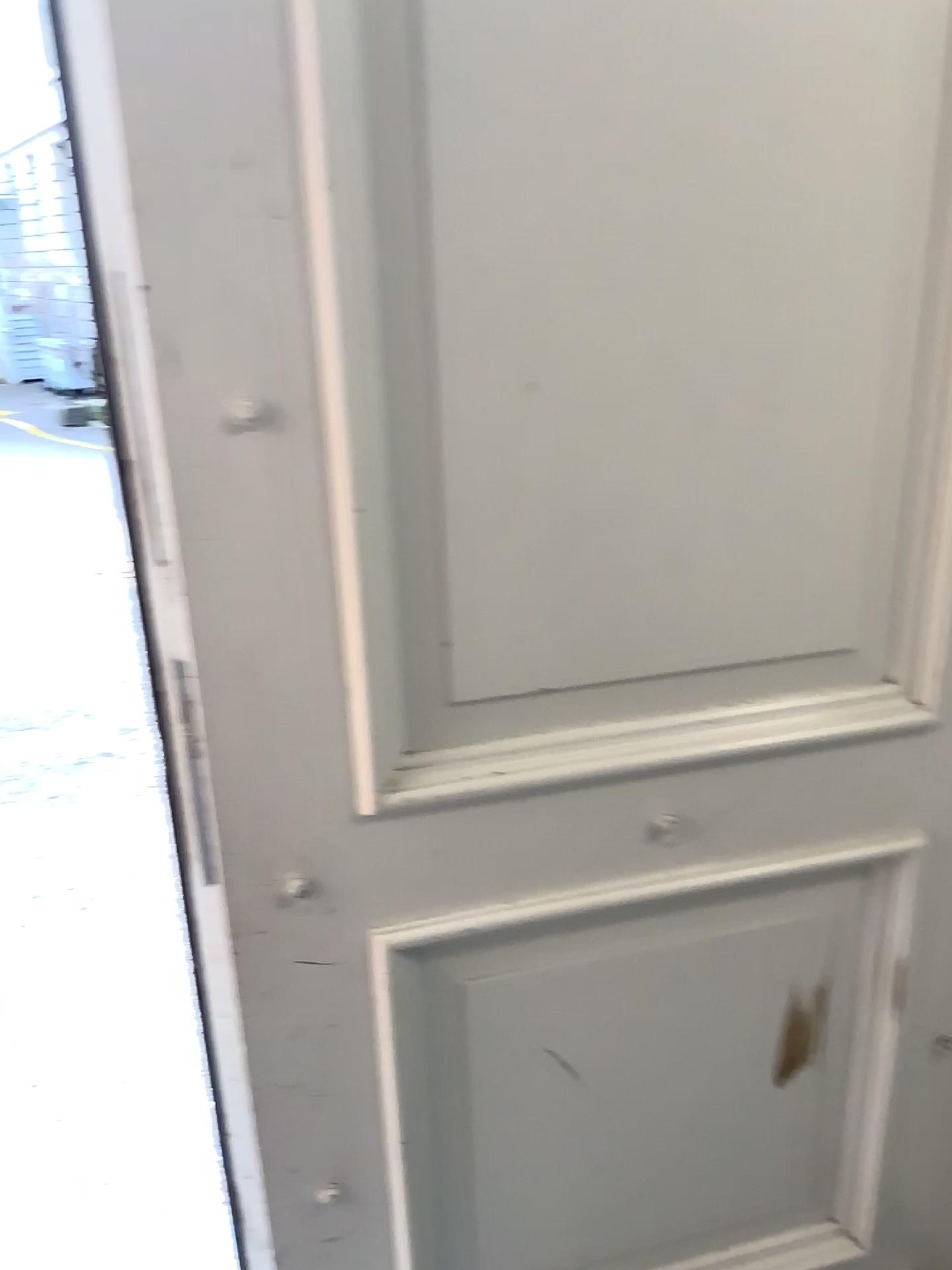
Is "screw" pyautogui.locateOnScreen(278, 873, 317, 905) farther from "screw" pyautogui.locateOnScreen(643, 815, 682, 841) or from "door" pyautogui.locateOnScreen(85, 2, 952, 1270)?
"screw" pyautogui.locateOnScreen(643, 815, 682, 841)

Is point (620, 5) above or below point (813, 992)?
above

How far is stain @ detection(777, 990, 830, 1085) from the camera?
1.1 meters

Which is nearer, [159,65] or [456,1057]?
[159,65]

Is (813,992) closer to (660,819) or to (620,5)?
(660,819)

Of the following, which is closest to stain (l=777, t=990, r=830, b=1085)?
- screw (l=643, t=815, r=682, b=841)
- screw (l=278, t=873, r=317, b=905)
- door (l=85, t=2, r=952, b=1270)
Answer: door (l=85, t=2, r=952, b=1270)

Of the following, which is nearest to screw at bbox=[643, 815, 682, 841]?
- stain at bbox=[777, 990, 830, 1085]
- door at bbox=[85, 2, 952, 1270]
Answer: door at bbox=[85, 2, 952, 1270]

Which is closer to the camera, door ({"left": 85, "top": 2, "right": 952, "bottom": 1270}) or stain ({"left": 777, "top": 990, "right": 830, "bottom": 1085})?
door ({"left": 85, "top": 2, "right": 952, "bottom": 1270})

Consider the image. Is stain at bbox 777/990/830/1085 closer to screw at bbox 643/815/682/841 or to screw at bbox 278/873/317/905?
screw at bbox 643/815/682/841

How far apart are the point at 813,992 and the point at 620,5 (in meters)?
0.96
